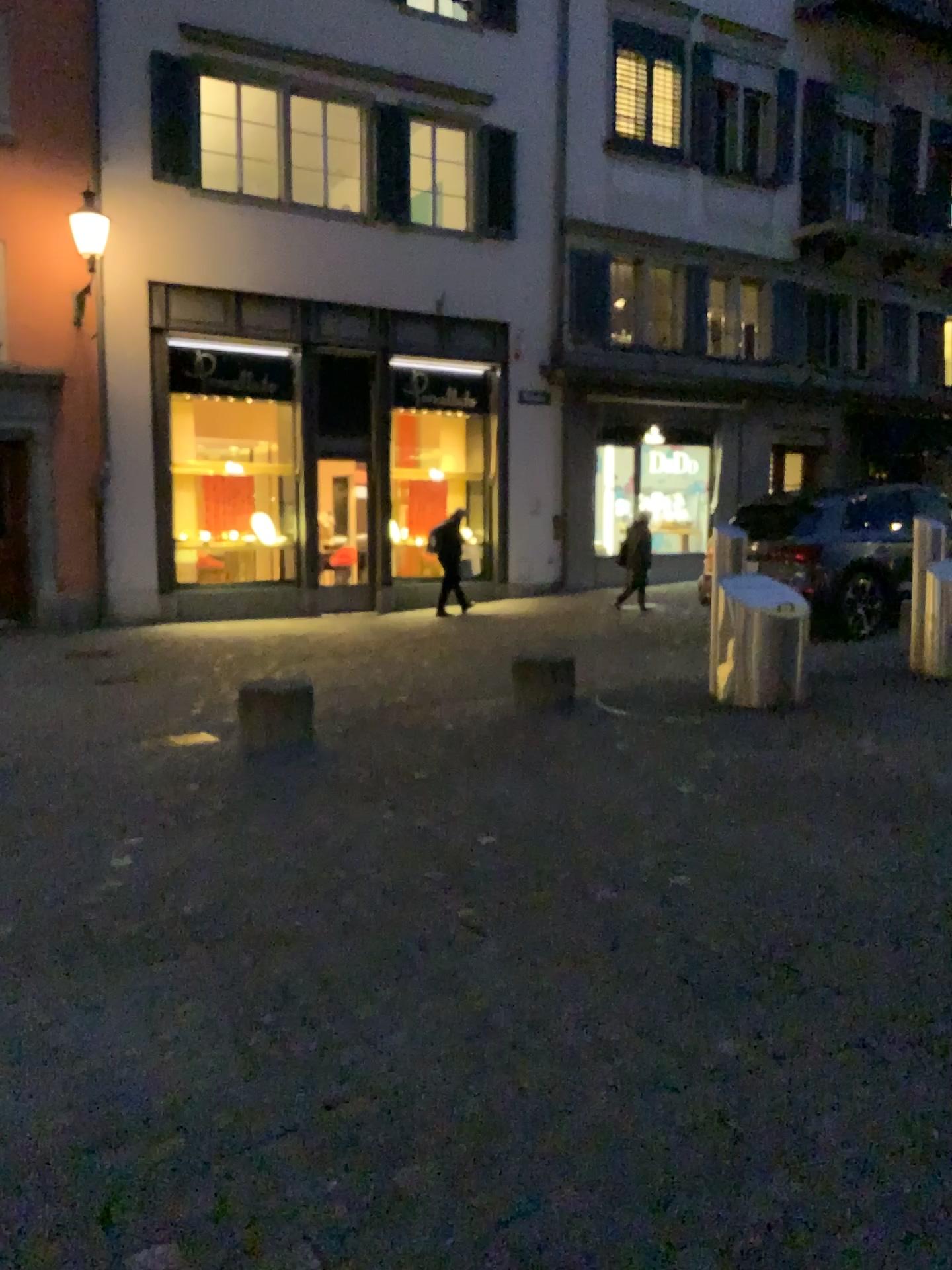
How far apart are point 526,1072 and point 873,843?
2.3 meters
